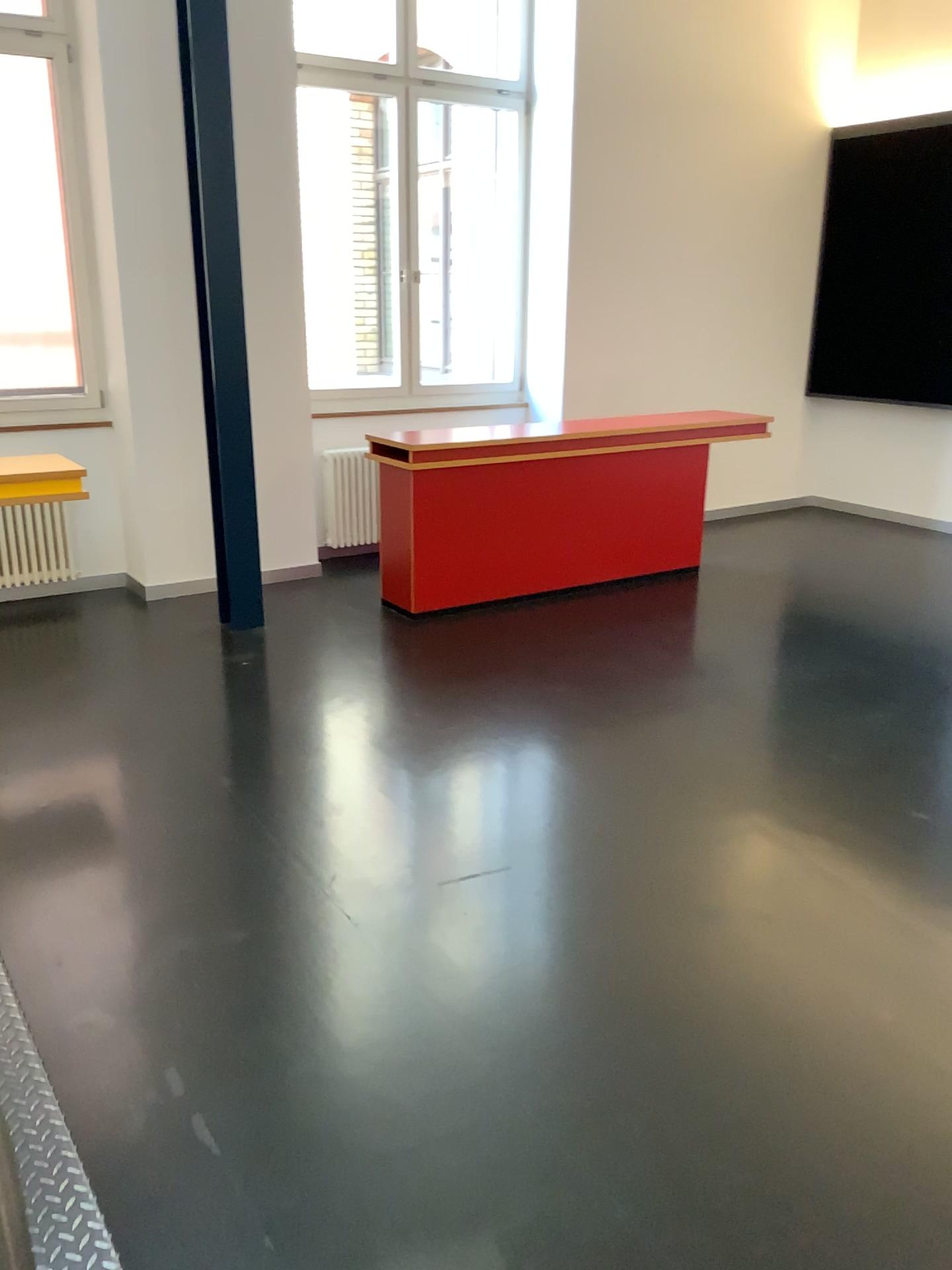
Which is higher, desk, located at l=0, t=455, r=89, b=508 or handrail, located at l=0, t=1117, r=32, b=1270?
desk, located at l=0, t=455, r=89, b=508

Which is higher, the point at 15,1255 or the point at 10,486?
the point at 10,486

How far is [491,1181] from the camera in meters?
2.0 m

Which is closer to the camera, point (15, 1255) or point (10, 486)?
point (15, 1255)

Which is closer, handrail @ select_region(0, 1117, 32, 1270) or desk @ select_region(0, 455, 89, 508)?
handrail @ select_region(0, 1117, 32, 1270)
